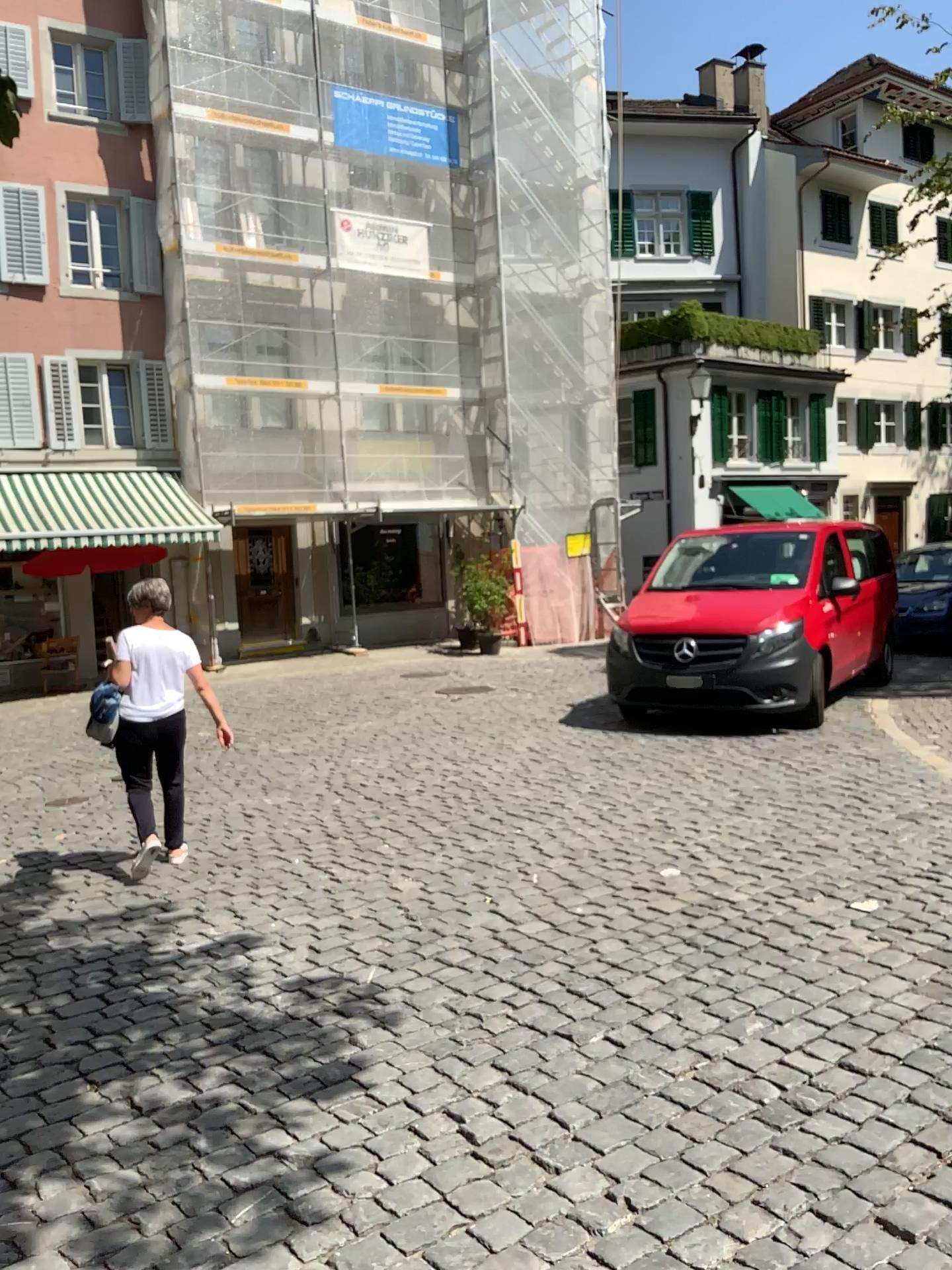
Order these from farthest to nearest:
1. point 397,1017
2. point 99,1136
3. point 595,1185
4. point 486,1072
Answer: point 397,1017 → point 486,1072 → point 99,1136 → point 595,1185
